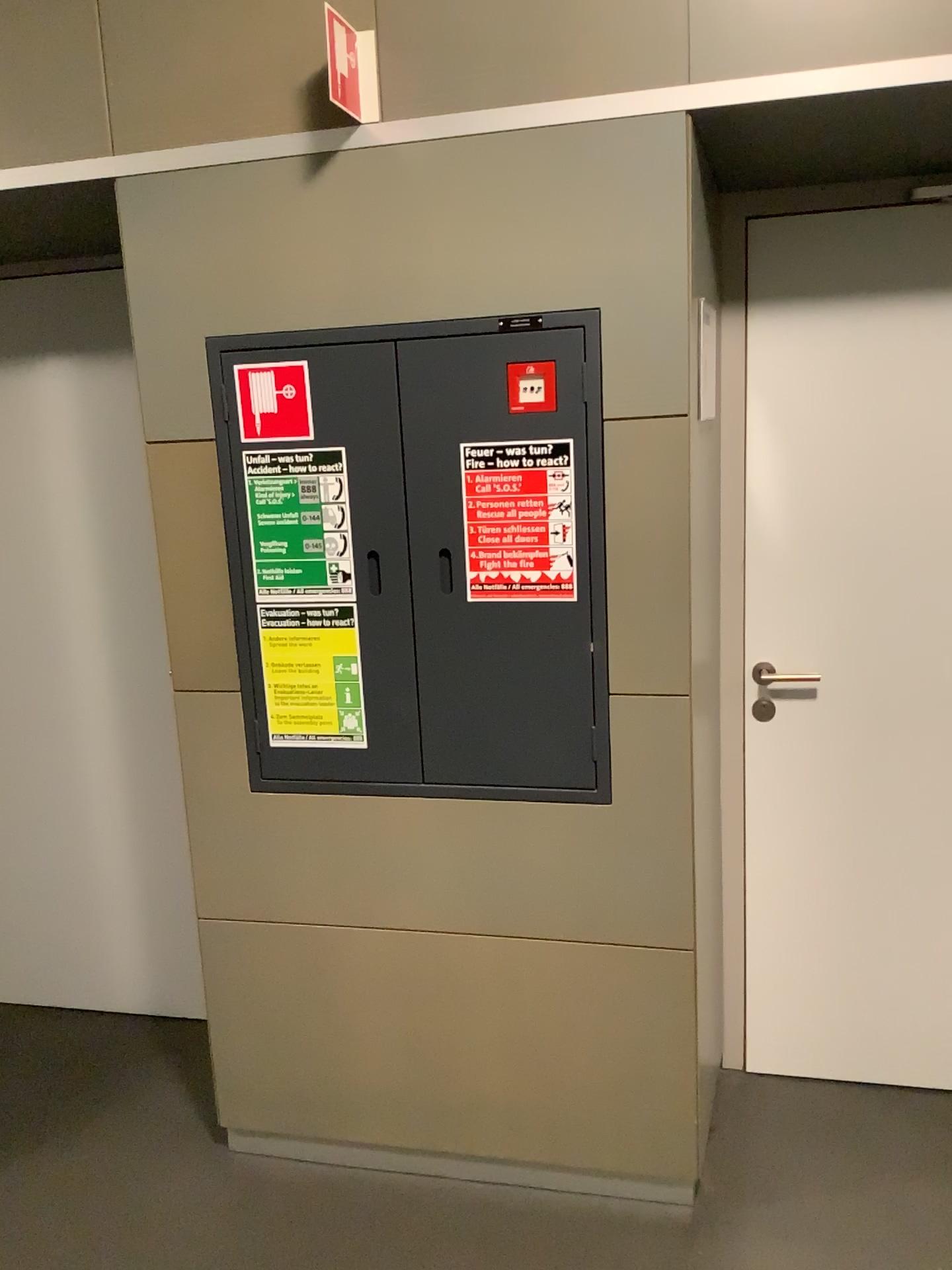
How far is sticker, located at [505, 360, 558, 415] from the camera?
1.9 meters

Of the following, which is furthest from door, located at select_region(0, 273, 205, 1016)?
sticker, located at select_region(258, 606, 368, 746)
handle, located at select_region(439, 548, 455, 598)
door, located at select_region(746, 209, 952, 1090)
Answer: door, located at select_region(746, 209, 952, 1090)

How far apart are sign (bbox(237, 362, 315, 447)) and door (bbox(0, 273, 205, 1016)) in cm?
59

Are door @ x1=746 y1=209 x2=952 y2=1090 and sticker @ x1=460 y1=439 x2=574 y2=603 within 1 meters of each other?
yes

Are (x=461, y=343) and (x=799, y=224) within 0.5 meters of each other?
no

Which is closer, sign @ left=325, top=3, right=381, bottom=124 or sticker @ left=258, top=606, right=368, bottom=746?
sign @ left=325, top=3, right=381, bottom=124

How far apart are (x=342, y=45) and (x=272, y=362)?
0.5 meters

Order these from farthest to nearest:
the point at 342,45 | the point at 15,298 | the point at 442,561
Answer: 1. the point at 15,298
2. the point at 442,561
3. the point at 342,45

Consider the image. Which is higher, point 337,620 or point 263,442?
point 263,442

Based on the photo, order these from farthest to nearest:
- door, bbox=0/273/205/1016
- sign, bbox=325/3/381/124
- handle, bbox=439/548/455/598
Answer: door, bbox=0/273/205/1016, handle, bbox=439/548/455/598, sign, bbox=325/3/381/124
